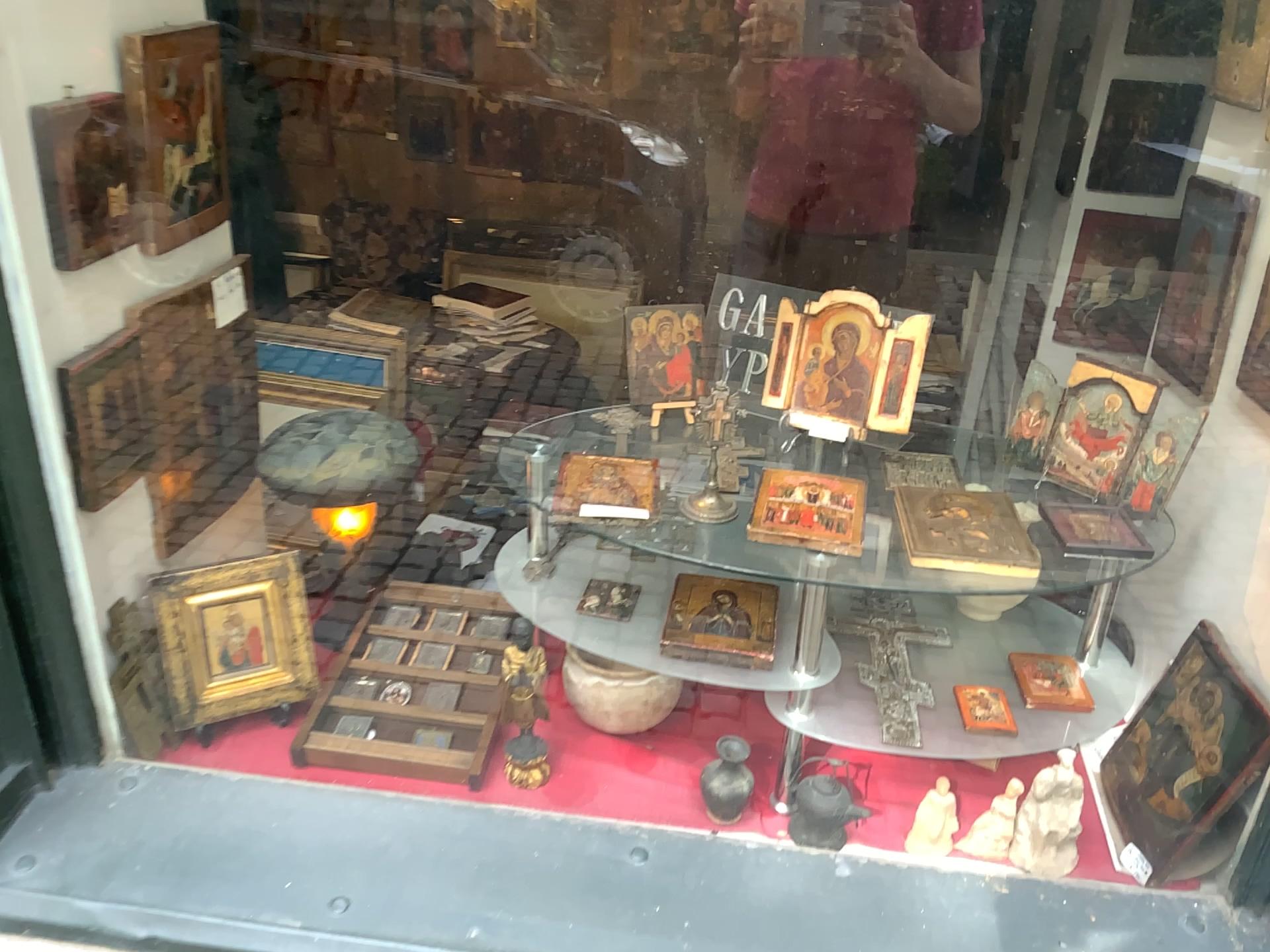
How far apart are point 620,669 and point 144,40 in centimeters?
101cm

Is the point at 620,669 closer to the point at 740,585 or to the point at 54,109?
the point at 740,585

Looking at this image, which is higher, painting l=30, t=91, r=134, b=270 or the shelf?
painting l=30, t=91, r=134, b=270

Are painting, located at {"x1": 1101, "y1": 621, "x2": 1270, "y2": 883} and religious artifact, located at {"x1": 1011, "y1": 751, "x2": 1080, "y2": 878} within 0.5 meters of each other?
yes

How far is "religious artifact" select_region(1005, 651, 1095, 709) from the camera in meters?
1.4

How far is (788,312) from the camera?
1.1m

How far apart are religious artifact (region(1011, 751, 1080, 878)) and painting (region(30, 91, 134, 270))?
1.33m

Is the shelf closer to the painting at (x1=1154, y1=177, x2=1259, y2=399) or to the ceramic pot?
the ceramic pot

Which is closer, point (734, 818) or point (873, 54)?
point (873, 54)

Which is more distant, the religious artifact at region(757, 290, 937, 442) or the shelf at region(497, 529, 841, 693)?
the shelf at region(497, 529, 841, 693)
